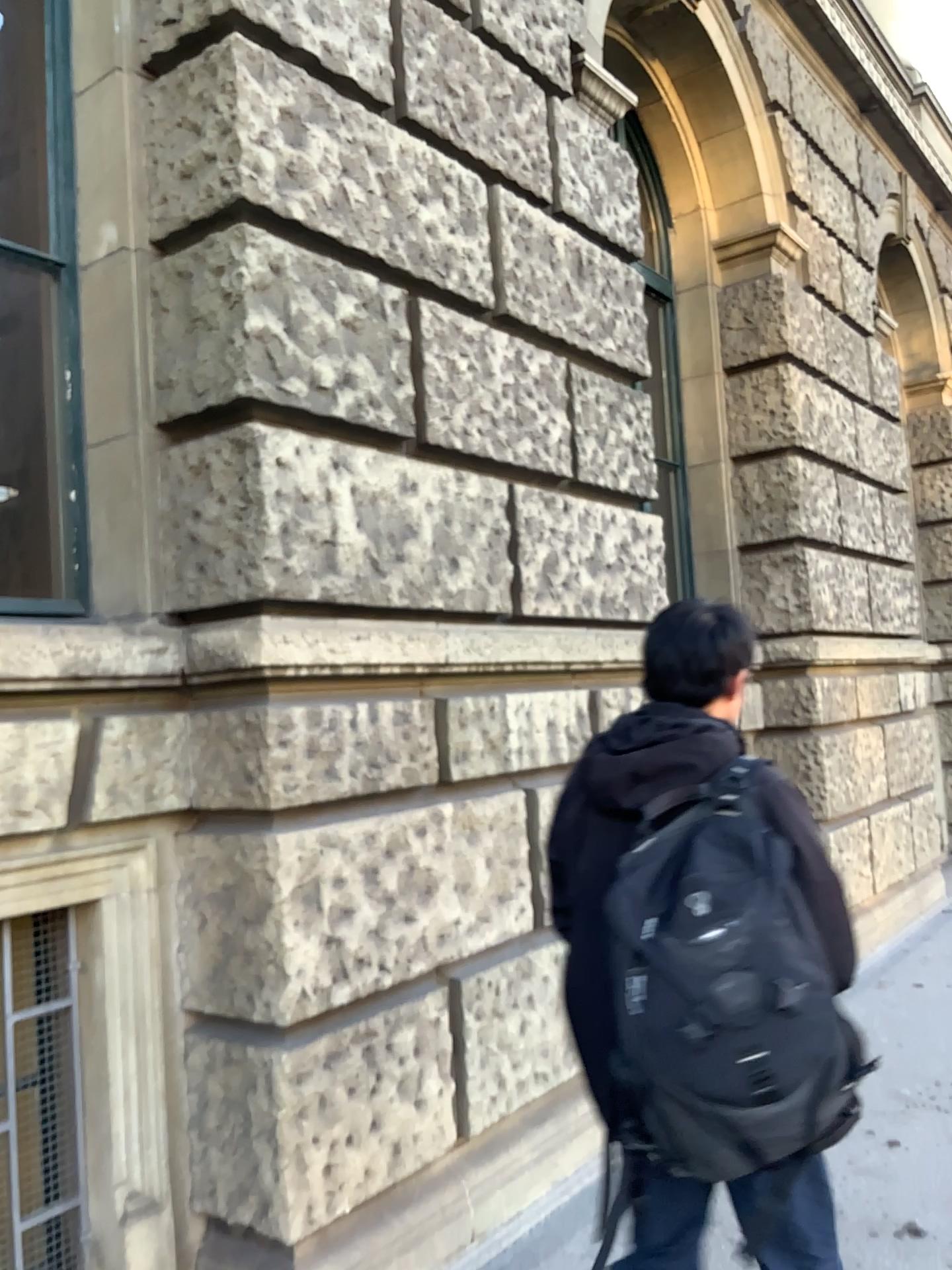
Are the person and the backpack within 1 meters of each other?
yes

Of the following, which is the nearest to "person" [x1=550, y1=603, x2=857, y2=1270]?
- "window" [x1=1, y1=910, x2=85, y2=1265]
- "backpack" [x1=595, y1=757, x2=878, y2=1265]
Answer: "backpack" [x1=595, y1=757, x2=878, y2=1265]

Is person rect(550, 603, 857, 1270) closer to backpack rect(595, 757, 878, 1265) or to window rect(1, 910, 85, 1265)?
backpack rect(595, 757, 878, 1265)

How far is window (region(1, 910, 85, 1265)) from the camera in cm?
254

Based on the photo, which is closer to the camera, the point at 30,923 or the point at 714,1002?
the point at 714,1002

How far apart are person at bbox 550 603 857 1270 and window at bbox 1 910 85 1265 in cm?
129

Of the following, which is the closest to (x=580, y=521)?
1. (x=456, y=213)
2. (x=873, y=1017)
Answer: (x=456, y=213)

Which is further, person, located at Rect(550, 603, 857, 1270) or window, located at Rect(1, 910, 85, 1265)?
window, located at Rect(1, 910, 85, 1265)

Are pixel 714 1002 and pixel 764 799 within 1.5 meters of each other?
yes

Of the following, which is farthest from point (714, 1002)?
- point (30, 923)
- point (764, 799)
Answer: point (30, 923)
